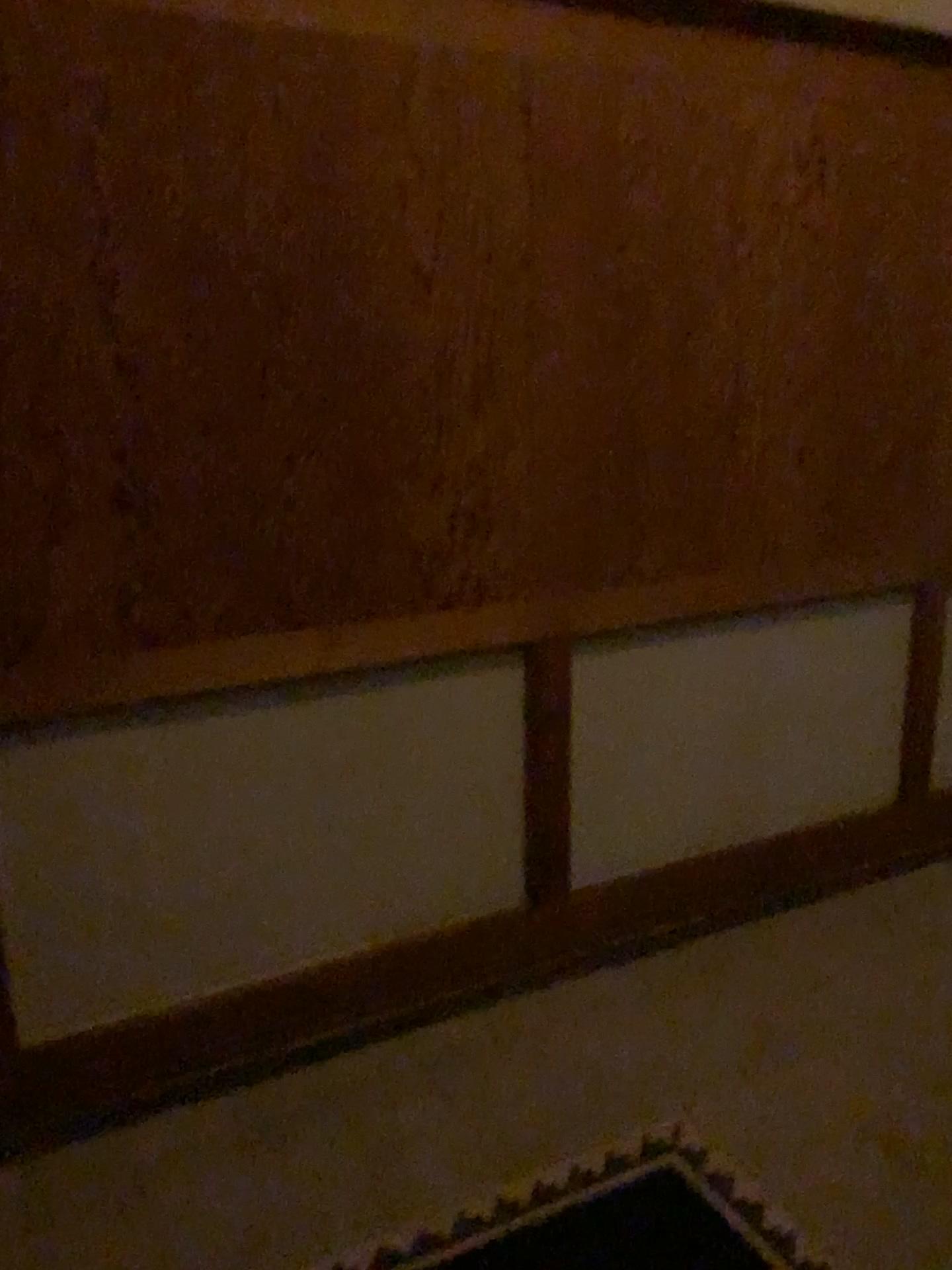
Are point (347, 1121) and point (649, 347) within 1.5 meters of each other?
no
